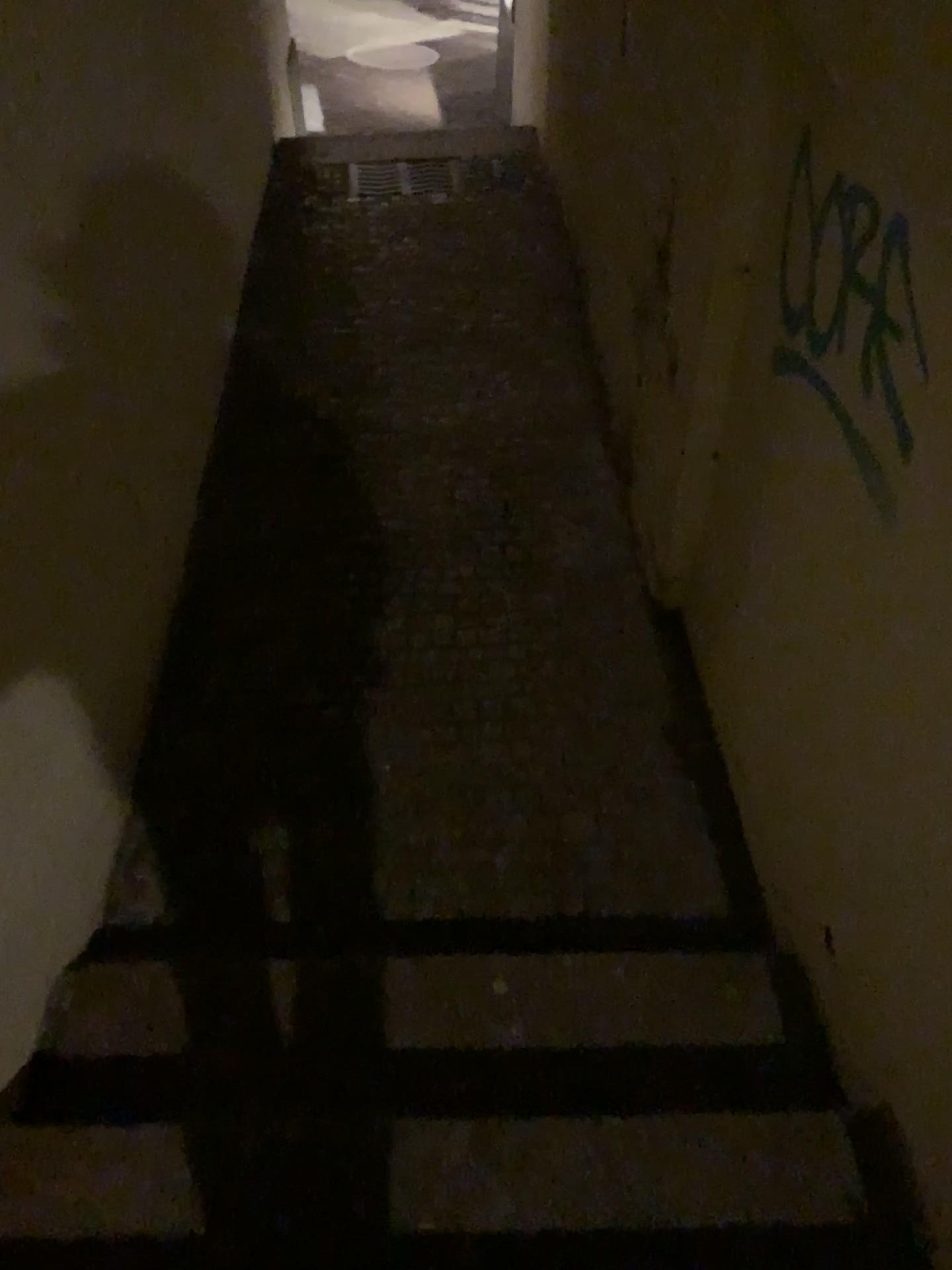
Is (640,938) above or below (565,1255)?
below

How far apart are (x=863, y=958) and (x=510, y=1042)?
0.6m

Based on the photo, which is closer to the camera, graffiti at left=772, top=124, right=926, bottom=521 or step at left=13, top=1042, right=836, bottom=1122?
graffiti at left=772, top=124, right=926, bottom=521

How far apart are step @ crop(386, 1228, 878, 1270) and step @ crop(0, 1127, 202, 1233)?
0.29m

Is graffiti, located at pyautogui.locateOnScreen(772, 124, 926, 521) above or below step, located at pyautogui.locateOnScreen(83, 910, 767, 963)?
above

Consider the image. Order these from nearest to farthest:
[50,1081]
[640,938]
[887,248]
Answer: [887,248]
[50,1081]
[640,938]

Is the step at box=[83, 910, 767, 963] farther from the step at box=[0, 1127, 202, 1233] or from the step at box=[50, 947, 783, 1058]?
the step at box=[0, 1127, 202, 1233]

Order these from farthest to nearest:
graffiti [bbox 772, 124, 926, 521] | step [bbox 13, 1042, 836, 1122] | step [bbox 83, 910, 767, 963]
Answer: step [bbox 83, 910, 767, 963] → step [bbox 13, 1042, 836, 1122] → graffiti [bbox 772, 124, 926, 521]

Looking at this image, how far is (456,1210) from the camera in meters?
1.5

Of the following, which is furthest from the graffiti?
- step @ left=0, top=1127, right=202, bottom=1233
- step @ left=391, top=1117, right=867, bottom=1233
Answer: step @ left=0, top=1127, right=202, bottom=1233
